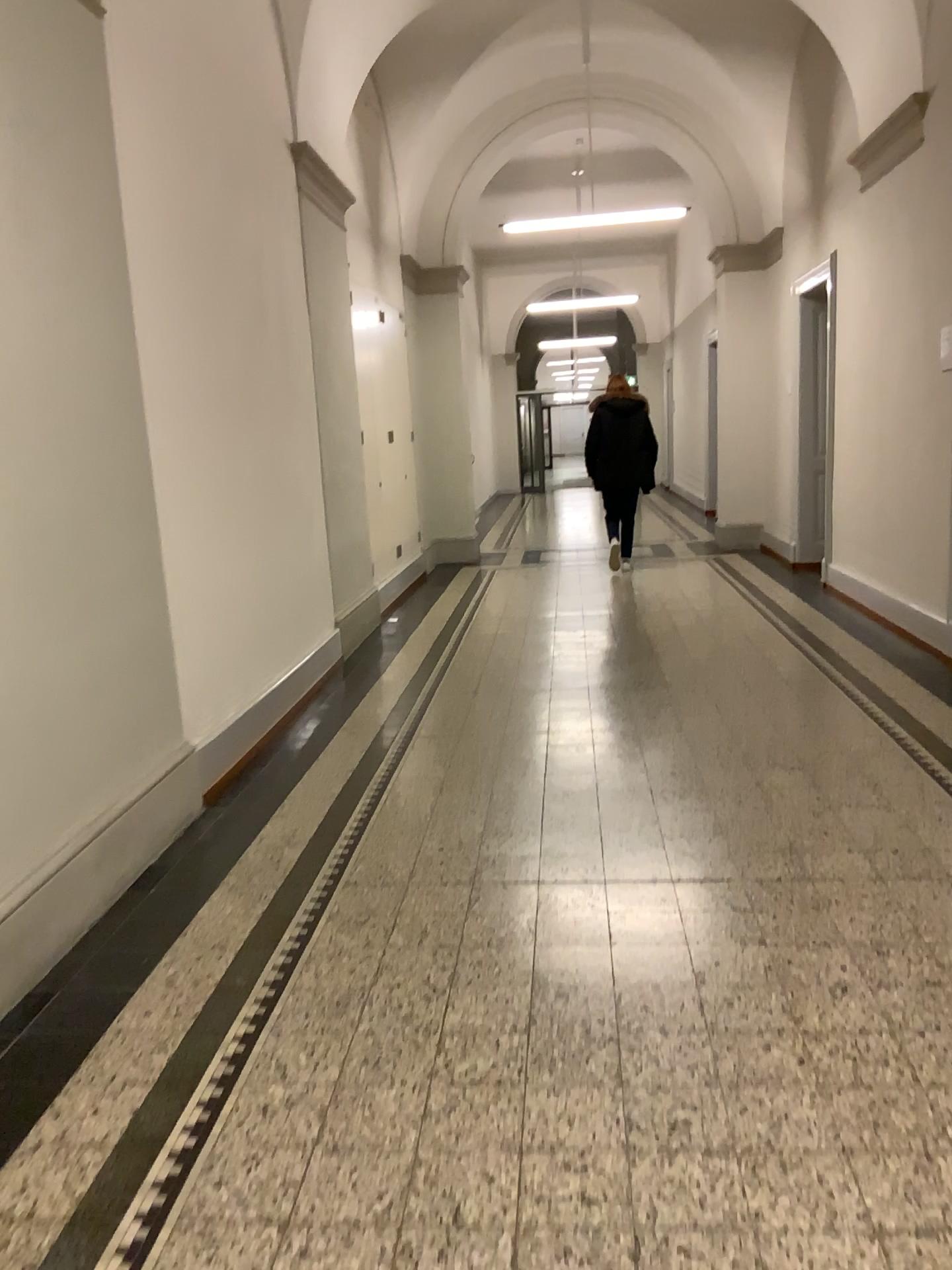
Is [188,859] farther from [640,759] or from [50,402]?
[640,759]
